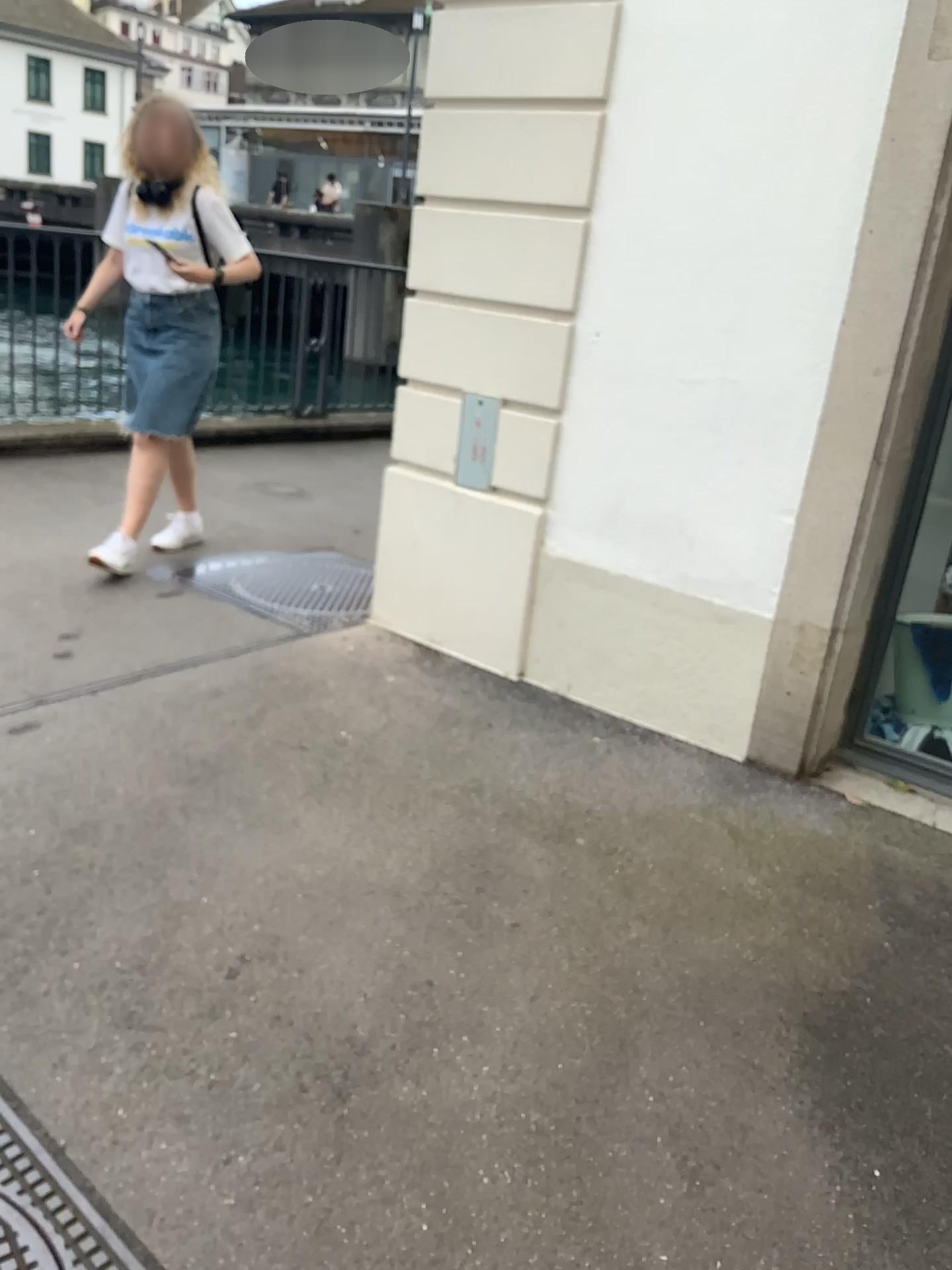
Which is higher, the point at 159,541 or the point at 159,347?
the point at 159,347

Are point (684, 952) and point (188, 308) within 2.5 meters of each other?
no

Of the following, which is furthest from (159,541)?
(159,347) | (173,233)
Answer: (173,233)

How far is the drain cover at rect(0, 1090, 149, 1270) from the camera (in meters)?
1.44

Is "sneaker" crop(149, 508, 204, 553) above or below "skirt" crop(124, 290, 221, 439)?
below

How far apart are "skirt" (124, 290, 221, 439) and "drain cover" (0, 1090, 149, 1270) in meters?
2.8 m

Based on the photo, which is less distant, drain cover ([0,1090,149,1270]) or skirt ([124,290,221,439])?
drain cover ([0,1090,149,1270])

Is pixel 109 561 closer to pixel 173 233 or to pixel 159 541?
pixel 159 541

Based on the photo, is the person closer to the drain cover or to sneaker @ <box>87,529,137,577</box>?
sneaker @ <box>87,529,137,577</box>

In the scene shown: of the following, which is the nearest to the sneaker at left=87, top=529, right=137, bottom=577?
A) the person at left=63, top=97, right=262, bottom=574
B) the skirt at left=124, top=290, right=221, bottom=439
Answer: the person at left=63, top=97, right=262, bottom=574
